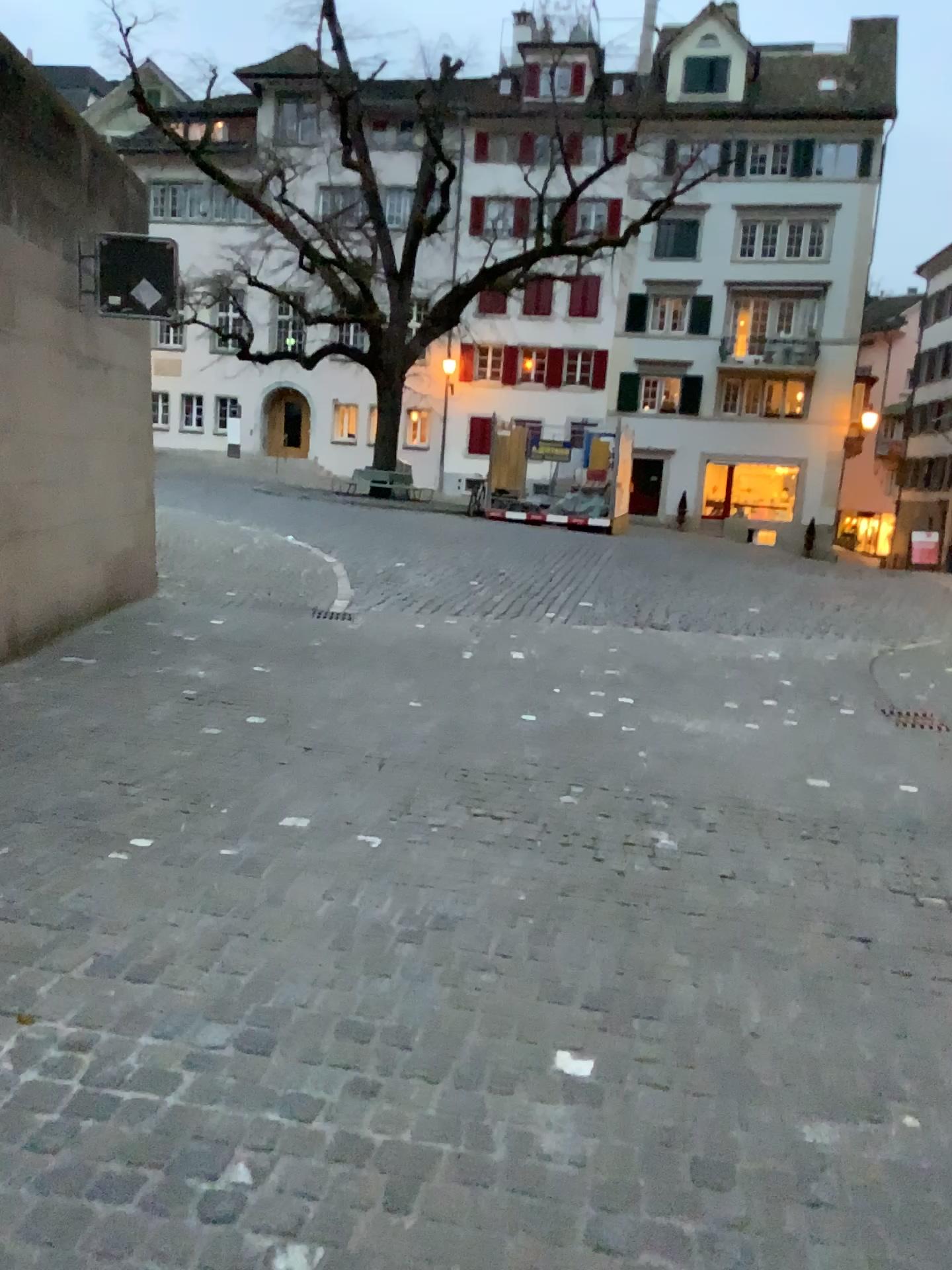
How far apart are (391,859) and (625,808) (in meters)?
1.26
